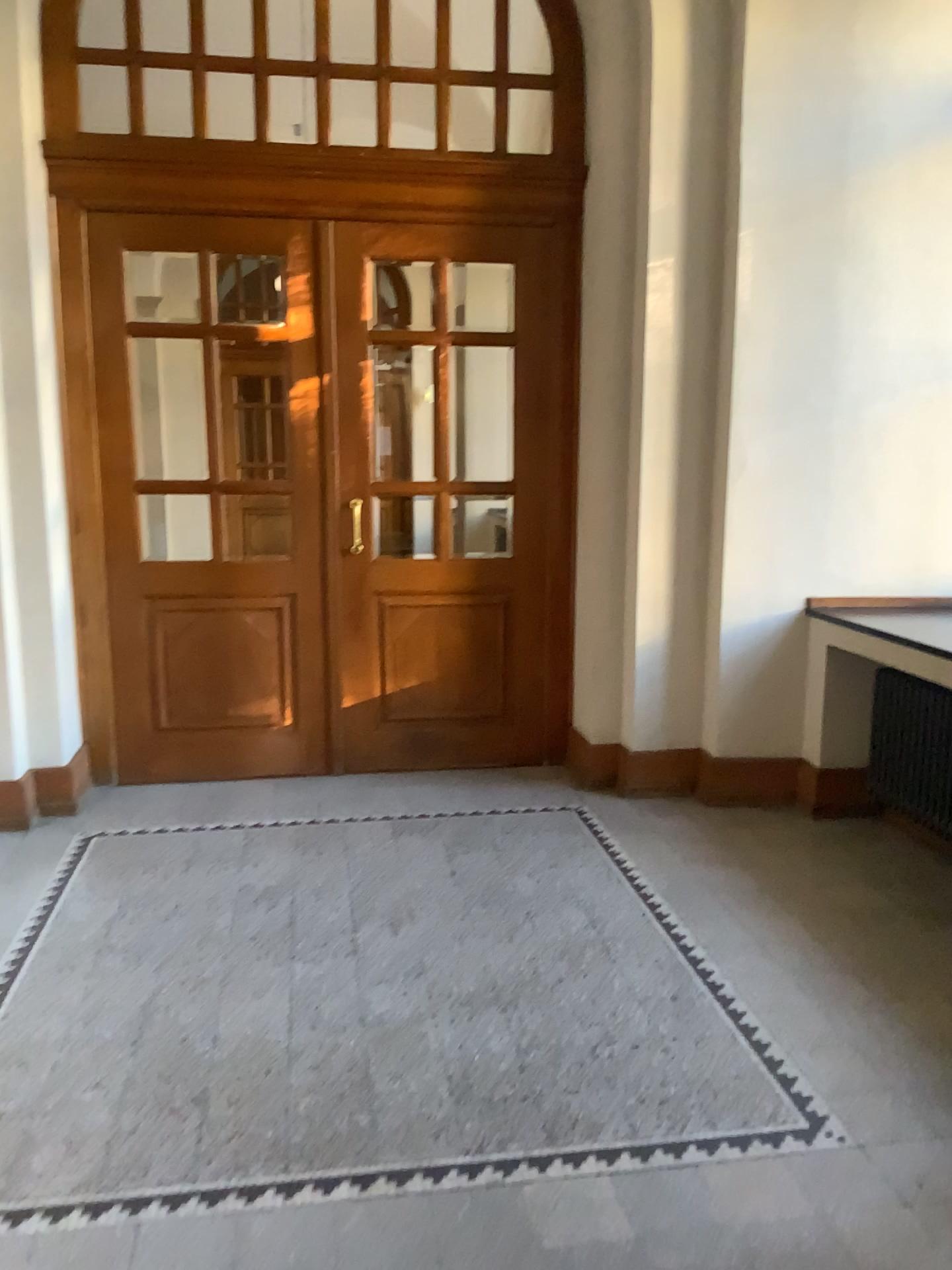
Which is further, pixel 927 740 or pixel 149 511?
pixel 149 511

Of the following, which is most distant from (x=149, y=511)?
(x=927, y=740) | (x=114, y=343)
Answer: (x=927, y=740)

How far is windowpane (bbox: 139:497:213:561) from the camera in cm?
507

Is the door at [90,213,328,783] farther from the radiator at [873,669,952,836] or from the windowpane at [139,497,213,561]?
the radiator at [873,669,952,836]

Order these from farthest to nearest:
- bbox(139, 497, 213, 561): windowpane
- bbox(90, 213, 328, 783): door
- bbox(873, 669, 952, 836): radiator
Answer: bbox(139, 497, 213, 561): windowpane
bbox(90, 213, 328, 783): door
bbox(873, 669, 952, 836): radiator

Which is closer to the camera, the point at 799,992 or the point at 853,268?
the point at 799,992

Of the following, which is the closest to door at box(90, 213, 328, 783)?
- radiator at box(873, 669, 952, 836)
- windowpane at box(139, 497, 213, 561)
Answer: windowpane at box(139, 497, 213, 561)

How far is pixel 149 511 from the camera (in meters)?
5.07

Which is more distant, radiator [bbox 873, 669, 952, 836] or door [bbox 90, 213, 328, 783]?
door [bbox 90, 213, 328, 783]

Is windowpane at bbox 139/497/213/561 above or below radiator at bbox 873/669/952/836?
above
